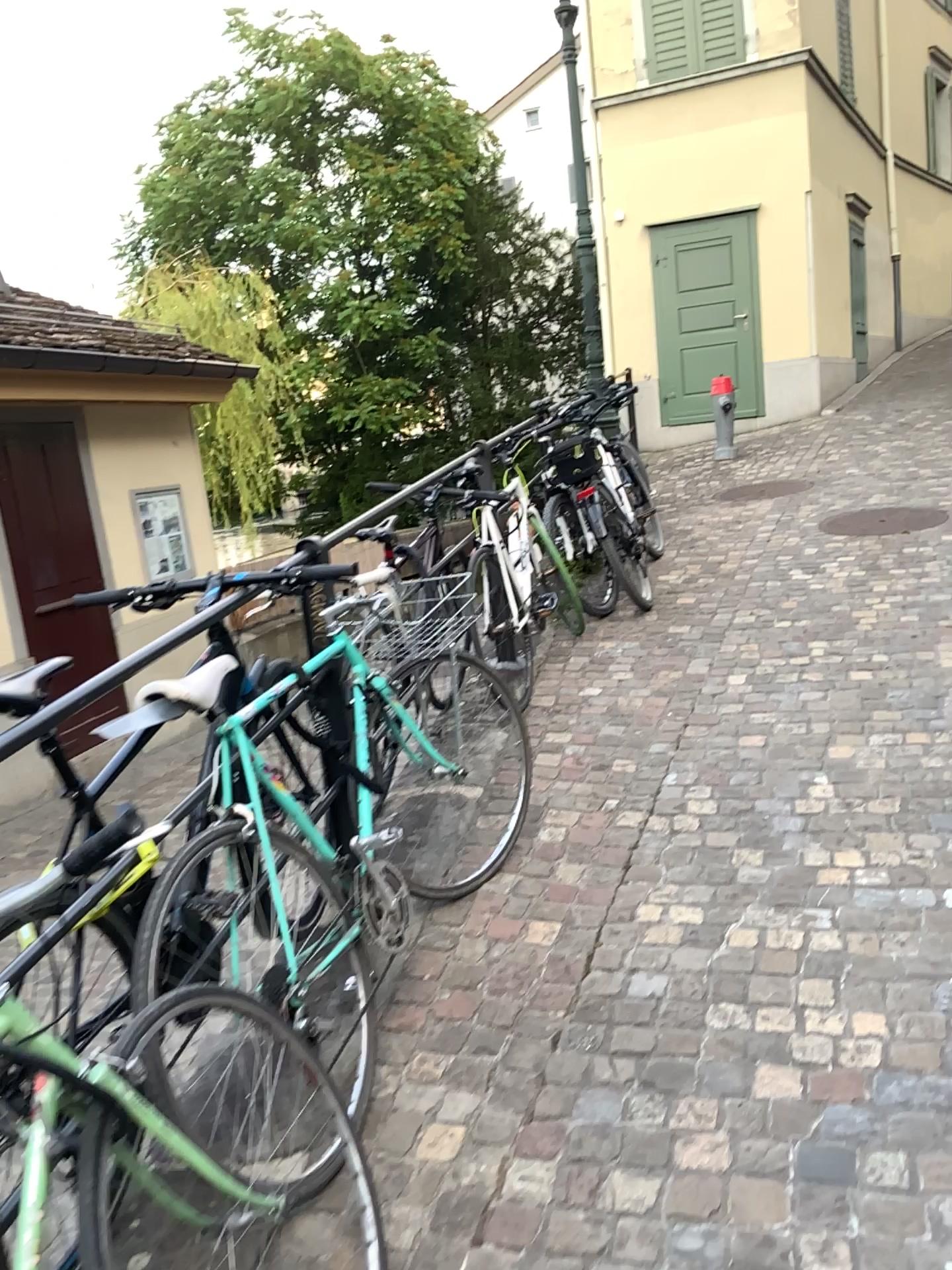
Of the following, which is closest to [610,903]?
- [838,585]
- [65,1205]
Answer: [65,1205]
